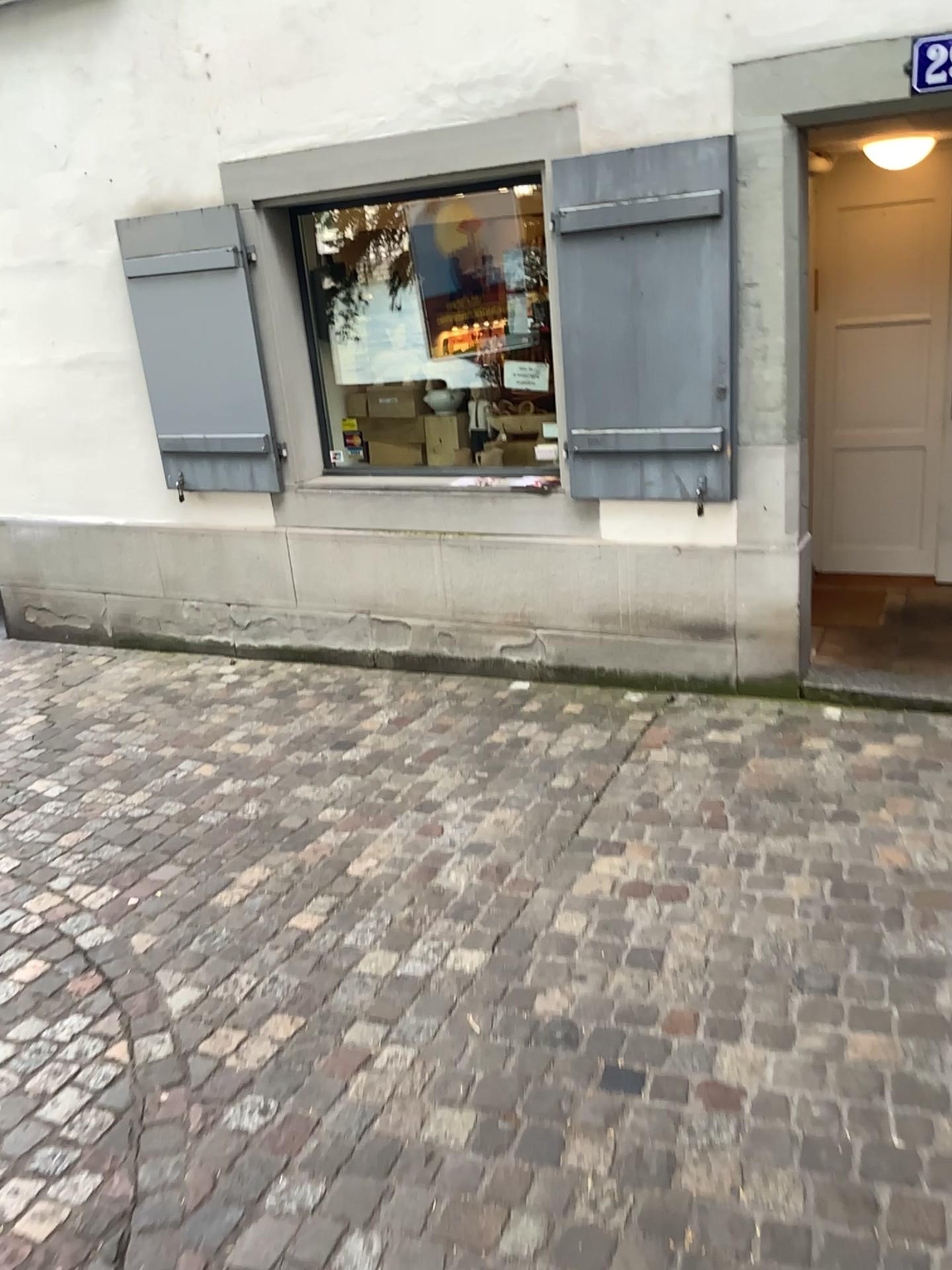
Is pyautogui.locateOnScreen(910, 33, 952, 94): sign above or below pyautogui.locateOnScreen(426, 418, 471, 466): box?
above

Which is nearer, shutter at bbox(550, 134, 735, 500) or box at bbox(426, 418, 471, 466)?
shutter at bbox(550, 134, 735, 500)

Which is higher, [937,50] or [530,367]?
[937,50]

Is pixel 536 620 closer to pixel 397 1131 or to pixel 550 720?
pixel 550 720

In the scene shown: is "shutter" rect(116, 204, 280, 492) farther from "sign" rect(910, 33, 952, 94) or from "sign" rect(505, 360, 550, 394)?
"sign" rect(910, 33, 952, 94)

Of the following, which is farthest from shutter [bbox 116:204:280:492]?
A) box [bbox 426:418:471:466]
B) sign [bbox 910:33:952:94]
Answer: sign [bbox 910:33:952:94]

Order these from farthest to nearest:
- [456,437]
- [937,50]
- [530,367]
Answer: [456,437]
[530,367]
[937,50]

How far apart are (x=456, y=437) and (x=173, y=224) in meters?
1.6

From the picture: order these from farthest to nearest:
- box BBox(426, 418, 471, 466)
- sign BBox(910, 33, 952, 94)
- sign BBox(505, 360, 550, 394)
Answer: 1. box BBox(426, 418, 471, 466)
2. sign BBox(505, 360, 550, 394)
3. sign BBox(910, 33, 952, 94)

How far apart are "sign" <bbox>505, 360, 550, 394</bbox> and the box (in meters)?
0.52
